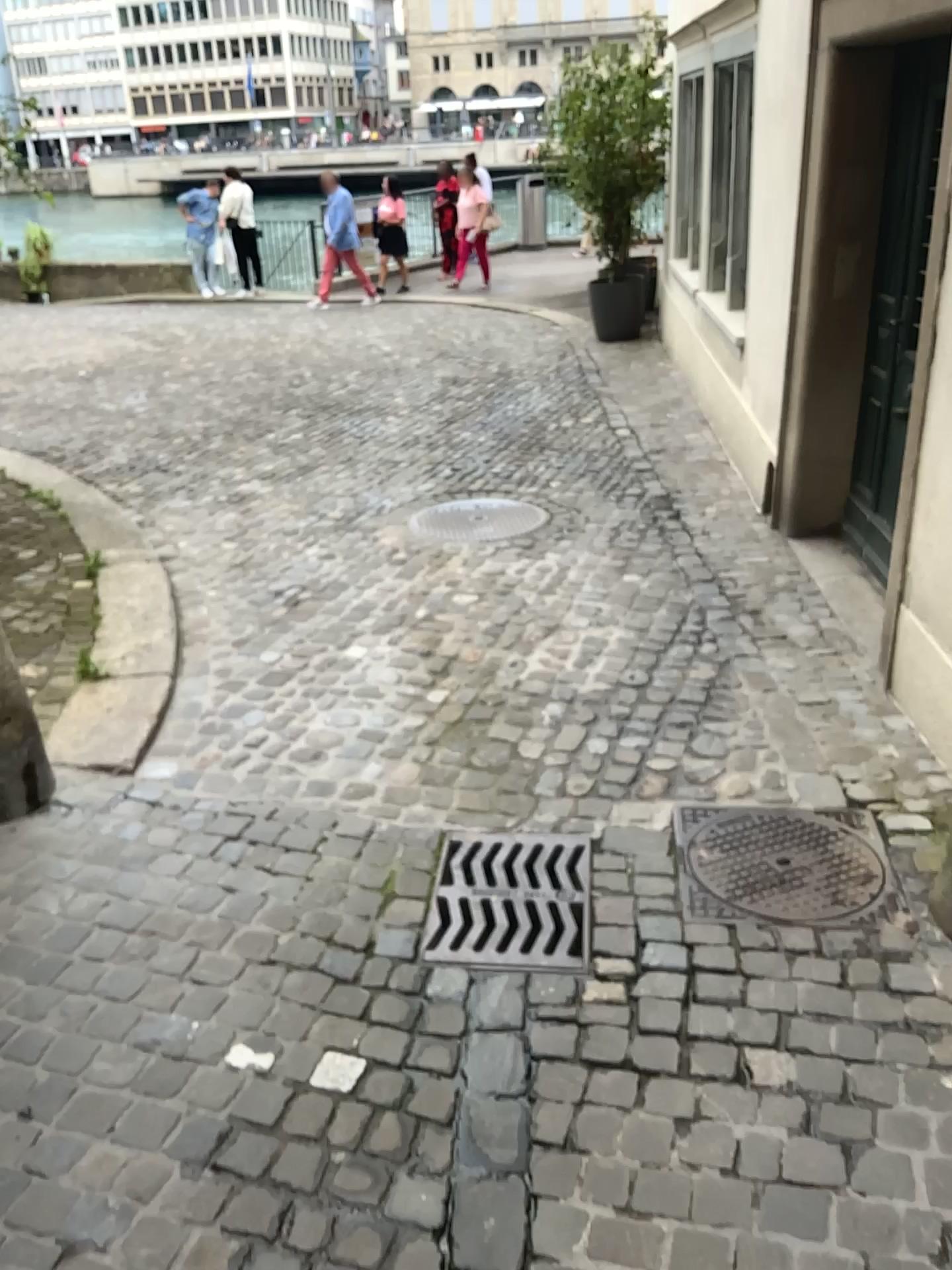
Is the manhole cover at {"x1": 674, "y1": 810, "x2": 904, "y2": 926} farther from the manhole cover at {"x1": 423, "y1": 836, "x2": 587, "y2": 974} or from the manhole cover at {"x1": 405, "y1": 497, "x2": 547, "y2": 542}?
the manhole cover at {"x1": 405, "y1": 497, "x2": 547, "y2": 542}

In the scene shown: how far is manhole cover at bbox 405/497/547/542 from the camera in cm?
486

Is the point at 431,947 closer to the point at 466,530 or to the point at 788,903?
the point at 788,903

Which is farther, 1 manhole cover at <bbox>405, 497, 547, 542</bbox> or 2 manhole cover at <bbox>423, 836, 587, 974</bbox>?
1 manhole cover at <bbox>405, 497, 547, 542</bbox>

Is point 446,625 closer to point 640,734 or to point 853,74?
point 640,734

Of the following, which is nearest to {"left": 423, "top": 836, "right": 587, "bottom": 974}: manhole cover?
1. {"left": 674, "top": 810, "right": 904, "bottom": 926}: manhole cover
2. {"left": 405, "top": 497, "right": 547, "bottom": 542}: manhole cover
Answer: {"left": 674, "top": 810, "right": 904, "bottom": 926}: manhole cover

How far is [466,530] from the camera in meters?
4.9 m

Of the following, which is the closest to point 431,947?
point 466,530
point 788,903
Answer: point 788,903
